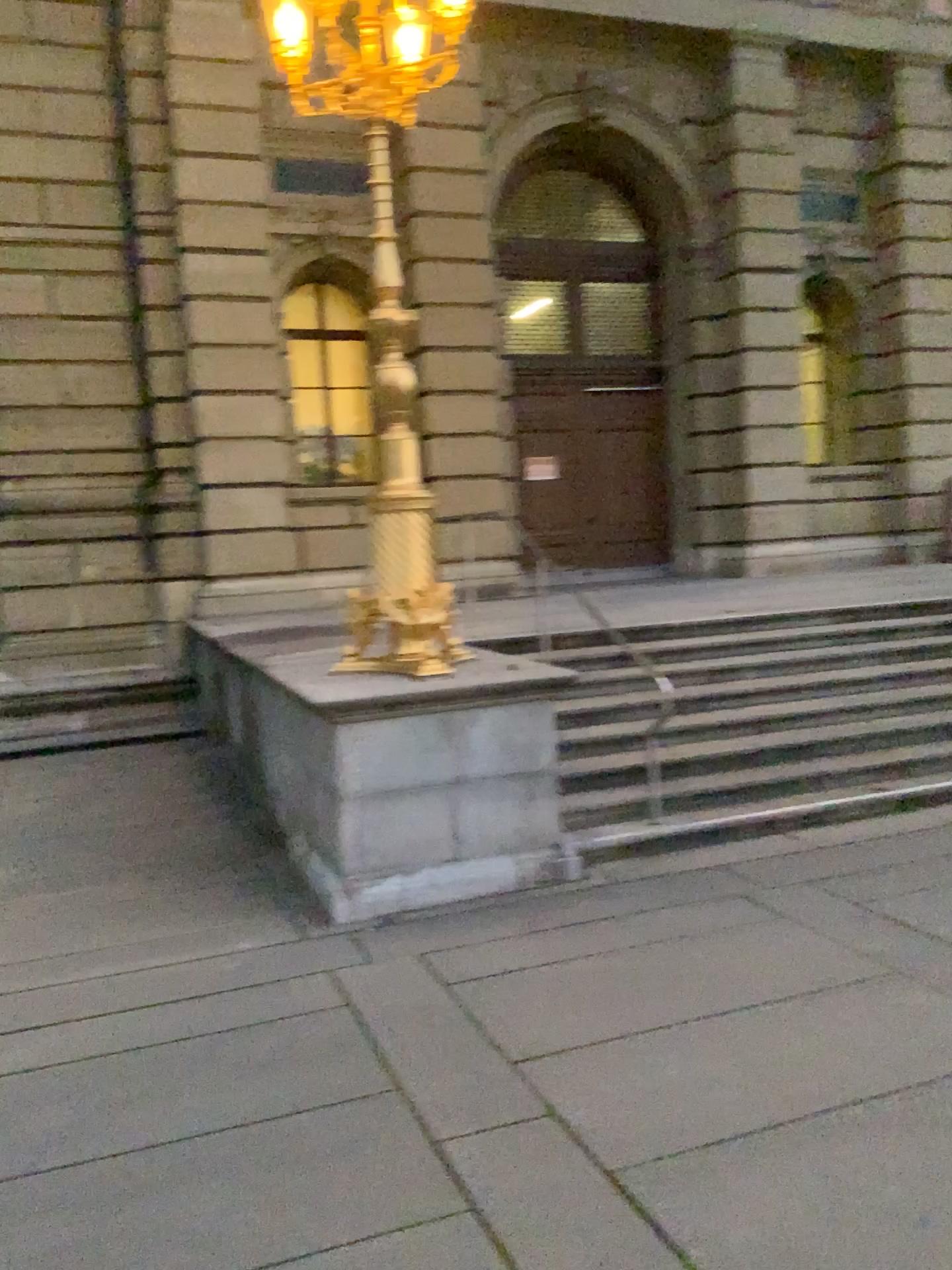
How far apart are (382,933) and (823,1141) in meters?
2.4
